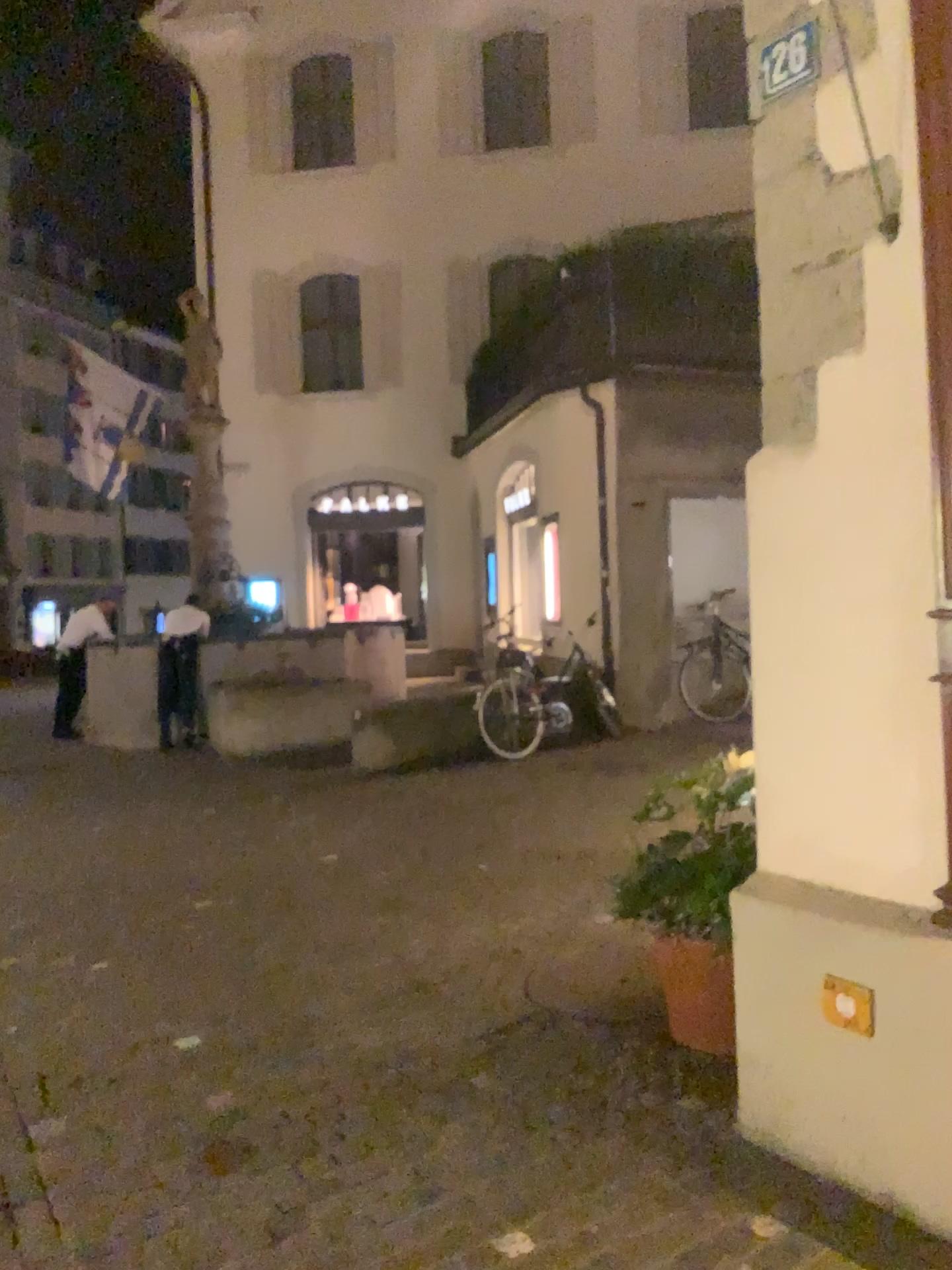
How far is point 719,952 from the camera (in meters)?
3.28

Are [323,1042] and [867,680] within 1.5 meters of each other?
no

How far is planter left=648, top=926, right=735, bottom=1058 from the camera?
3.3m

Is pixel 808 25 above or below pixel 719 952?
above

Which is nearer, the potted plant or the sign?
the sign

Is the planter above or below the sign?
below

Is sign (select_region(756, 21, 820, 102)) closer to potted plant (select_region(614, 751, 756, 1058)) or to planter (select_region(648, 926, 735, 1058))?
potted plant (select_region(614, 751, 756, 1058))

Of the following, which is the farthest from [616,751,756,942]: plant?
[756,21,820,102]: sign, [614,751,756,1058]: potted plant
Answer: [756,21,820,102]: sign

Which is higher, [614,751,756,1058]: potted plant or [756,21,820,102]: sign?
[756,21,820,102]: sign

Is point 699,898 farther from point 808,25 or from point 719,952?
point 808,25
